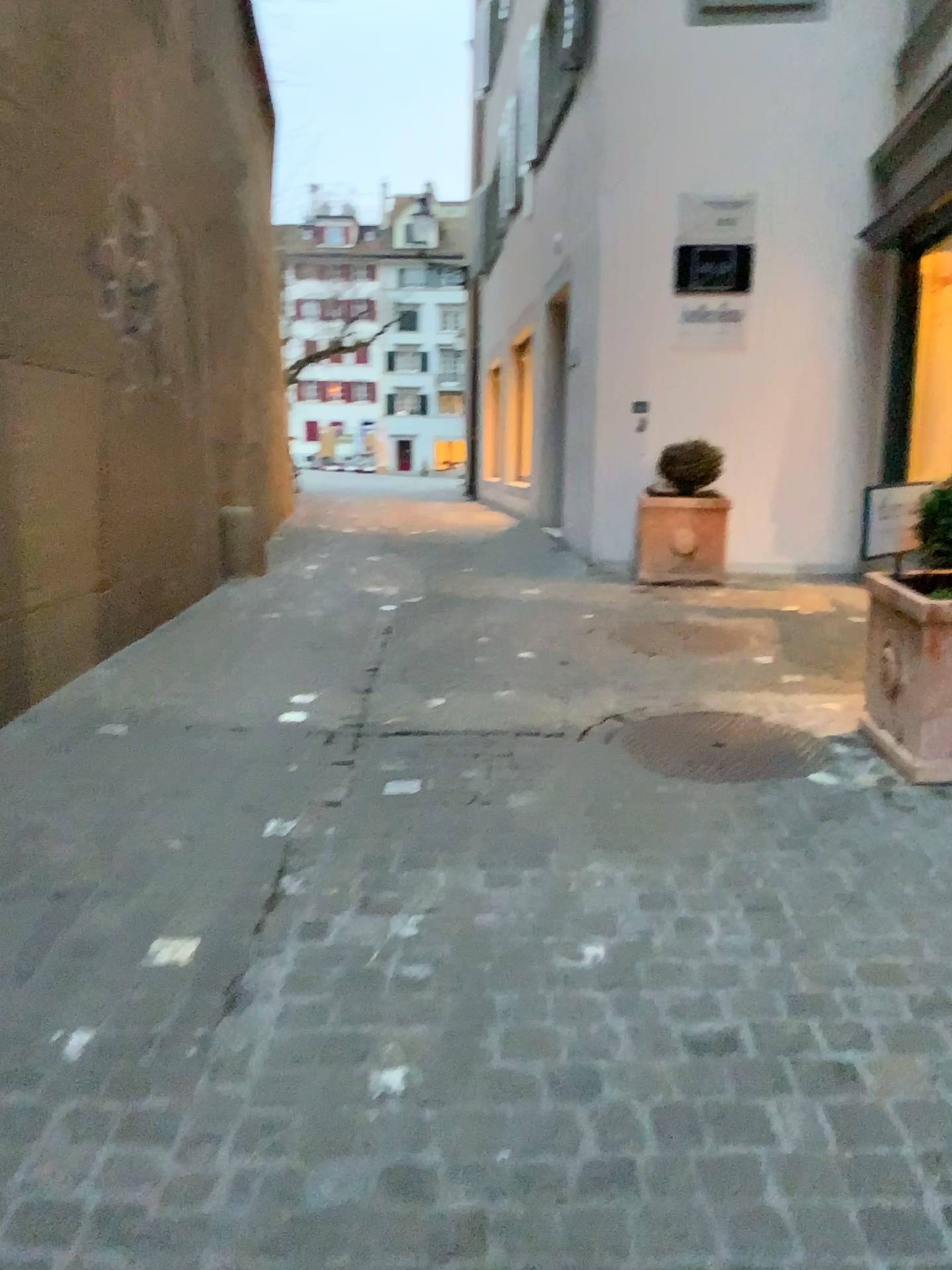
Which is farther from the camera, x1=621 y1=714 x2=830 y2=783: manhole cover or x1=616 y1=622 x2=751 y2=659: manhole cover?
x1=616 y1=622 x2=751 y2=659: manhole cover

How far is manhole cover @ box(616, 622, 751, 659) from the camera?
4.7 meters

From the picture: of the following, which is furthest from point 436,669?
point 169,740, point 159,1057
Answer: point 159,1057

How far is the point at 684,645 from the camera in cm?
473

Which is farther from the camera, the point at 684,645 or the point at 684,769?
the point at 684,645
